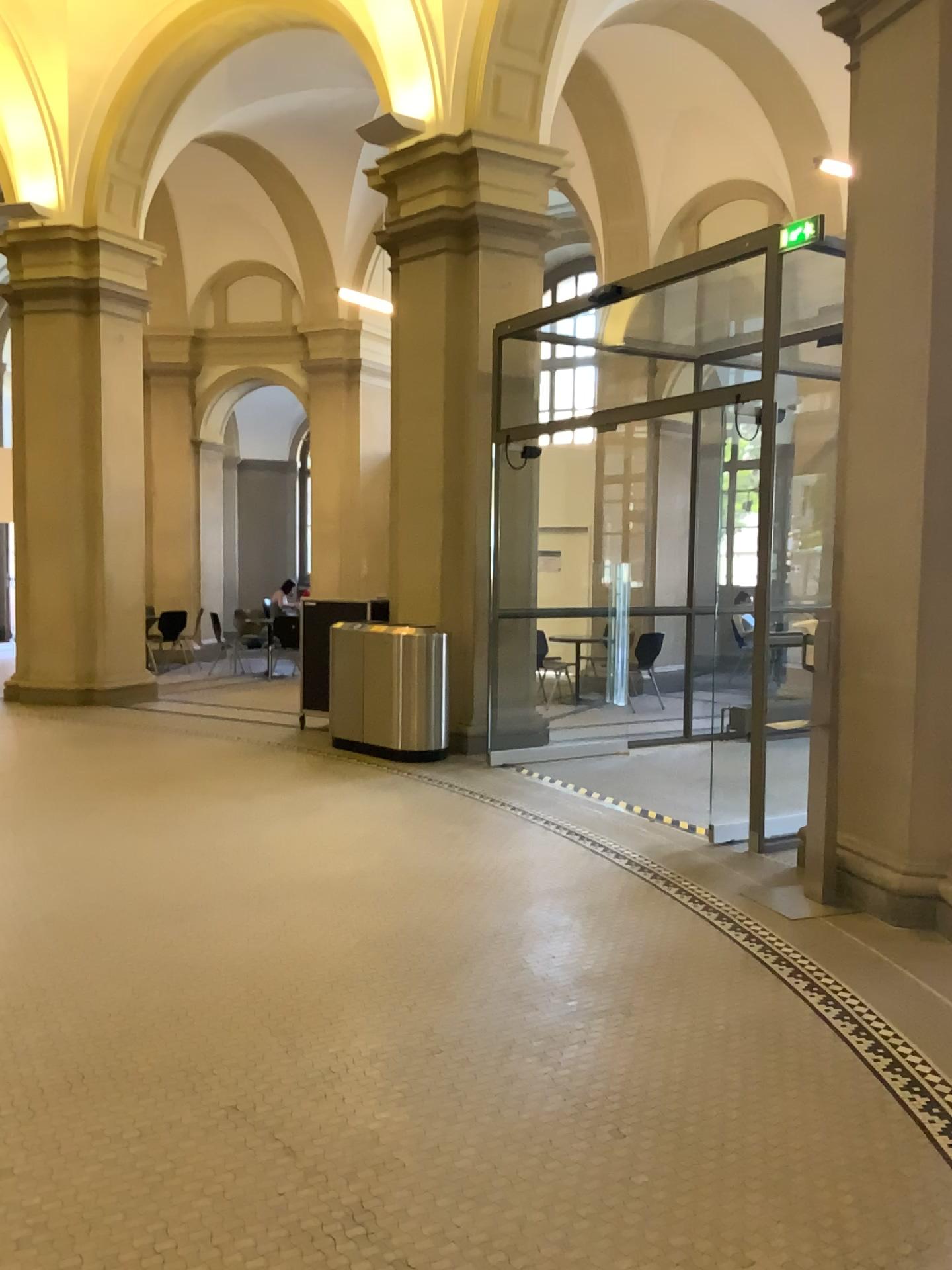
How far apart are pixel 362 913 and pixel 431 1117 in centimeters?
164cm
